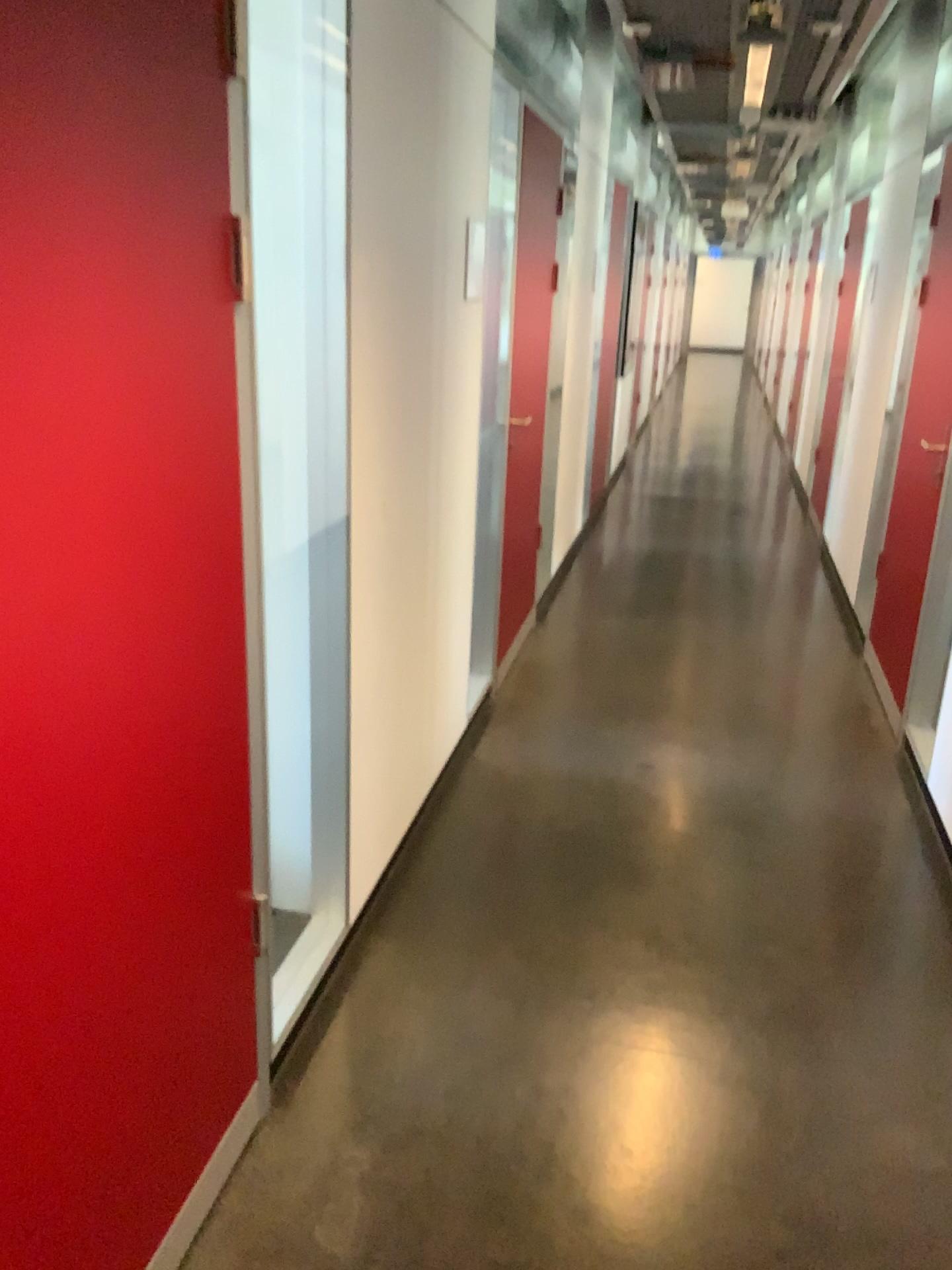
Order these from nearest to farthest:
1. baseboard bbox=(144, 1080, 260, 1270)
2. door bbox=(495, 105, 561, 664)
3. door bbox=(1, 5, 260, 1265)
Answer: door bbox=(1, 5, 260, 1265), baseboard bbox=(144, 1080, 260, 1270), door bbox=(495, 105, 561, 664)

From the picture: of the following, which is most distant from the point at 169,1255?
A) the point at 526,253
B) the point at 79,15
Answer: the point at 526,253

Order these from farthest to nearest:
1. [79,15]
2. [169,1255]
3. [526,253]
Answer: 1. [526,253]
2. [169,1255]
3. [79,15]

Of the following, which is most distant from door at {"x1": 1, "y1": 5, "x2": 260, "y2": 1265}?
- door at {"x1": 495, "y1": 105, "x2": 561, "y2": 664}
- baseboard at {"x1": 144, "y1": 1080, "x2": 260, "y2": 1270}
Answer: door at {"x1": 495, "y1": 105, "x2": 561, "y2": 664}

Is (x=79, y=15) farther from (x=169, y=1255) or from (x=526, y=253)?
(x=526, y=253)

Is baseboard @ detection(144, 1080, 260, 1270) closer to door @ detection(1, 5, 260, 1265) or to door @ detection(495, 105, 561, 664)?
door @ detection(1, 5, 260, 1265)

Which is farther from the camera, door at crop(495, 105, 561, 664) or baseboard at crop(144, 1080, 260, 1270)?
door at crop(495, 105, 561, 664)

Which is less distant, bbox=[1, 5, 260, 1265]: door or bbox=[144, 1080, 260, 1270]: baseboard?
bbox=[1, 5, 260, 1265]: door

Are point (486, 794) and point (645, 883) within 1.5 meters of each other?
yes
